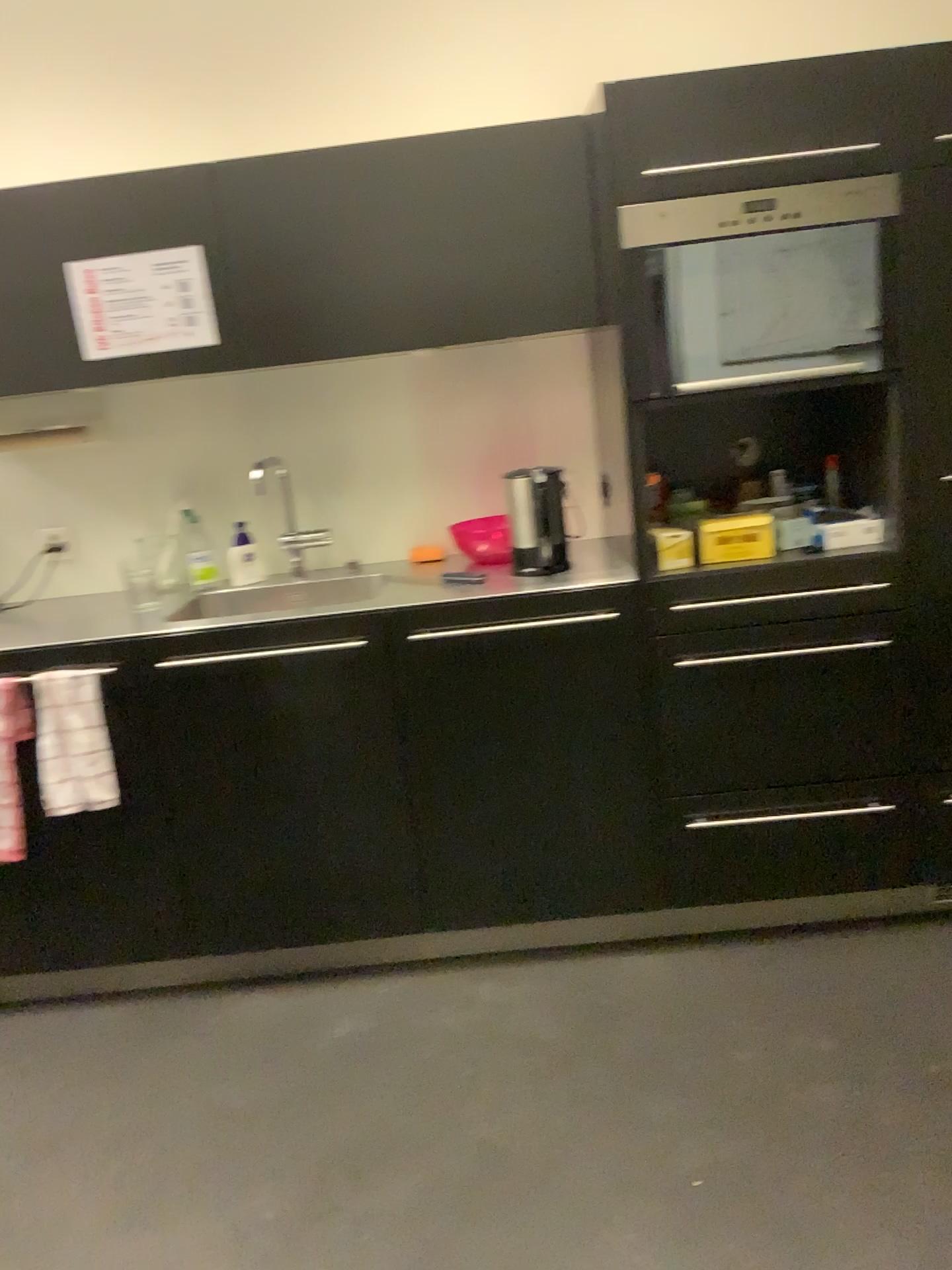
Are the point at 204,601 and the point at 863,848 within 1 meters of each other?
no

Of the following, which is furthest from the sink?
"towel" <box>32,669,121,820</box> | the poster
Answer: the poster

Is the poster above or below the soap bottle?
above

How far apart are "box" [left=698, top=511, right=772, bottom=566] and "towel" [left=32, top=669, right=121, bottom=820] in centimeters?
138cm

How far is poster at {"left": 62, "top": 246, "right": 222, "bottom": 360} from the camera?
2.4 meters

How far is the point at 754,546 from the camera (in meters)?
2.34

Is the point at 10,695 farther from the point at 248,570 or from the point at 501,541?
the point at 501,541

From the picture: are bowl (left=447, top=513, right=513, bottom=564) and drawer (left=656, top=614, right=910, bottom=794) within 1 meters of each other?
yes

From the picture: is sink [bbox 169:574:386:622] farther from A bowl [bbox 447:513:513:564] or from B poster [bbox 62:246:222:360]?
B poster [bbox 62:246:222:360]

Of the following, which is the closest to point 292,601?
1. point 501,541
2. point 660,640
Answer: point 501,541
